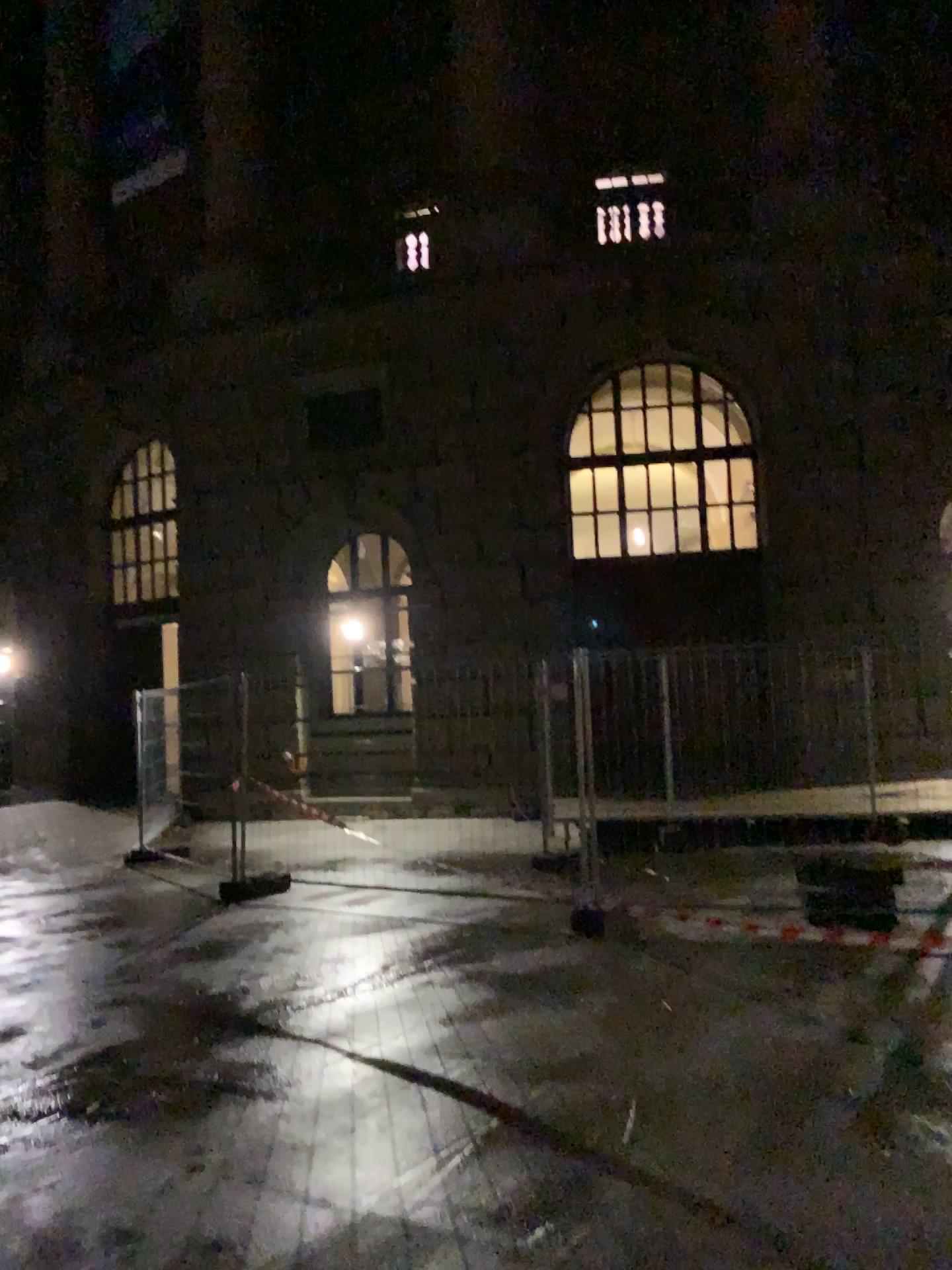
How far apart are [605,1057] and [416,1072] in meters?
0.8
